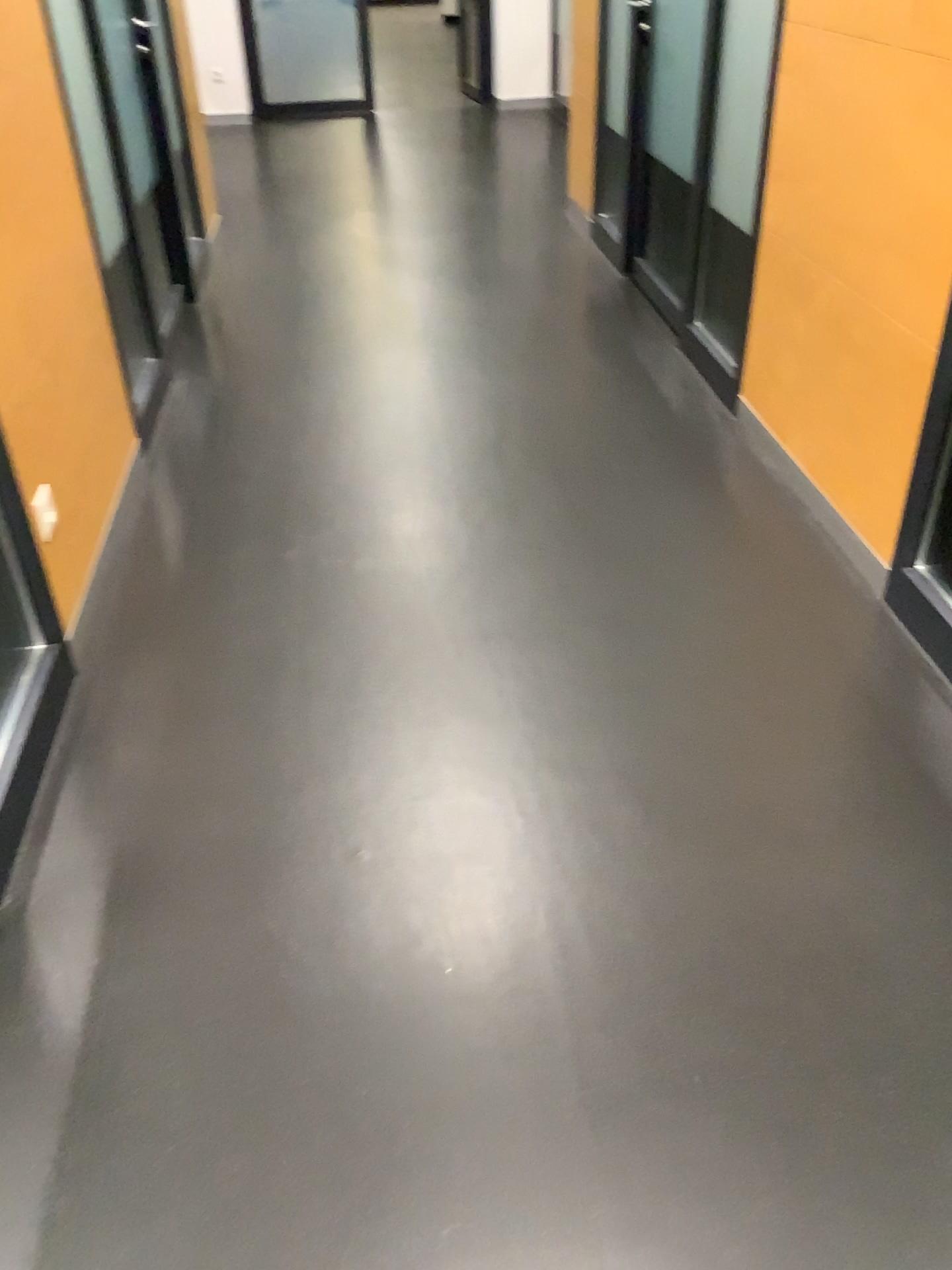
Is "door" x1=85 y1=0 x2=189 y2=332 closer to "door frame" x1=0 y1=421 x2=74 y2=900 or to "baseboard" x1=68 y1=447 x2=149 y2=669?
"baseboard" x1=68 y1=447 x2=149 y2=669

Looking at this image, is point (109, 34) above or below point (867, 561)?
above

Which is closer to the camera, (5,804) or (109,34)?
(5,804)

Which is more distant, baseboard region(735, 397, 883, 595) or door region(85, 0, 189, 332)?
door region(85, 0, 189, 332)

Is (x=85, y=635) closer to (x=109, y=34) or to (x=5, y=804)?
(x=5, y=804)

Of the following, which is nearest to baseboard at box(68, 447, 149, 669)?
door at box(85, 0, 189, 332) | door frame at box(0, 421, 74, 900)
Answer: door frame at box(0, 421, 74, 900)

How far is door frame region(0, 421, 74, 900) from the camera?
1.8m

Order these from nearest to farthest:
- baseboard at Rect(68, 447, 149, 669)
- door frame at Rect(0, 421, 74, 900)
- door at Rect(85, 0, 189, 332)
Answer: door frame at Rect(0, 421, 74, 900)
baseboard at Rect(68, 447, 149, 669)
door at Rect(85, 0, 189, 332)

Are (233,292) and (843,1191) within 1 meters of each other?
no

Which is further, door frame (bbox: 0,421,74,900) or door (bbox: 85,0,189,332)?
door (bbox: 85,0,189,332)
